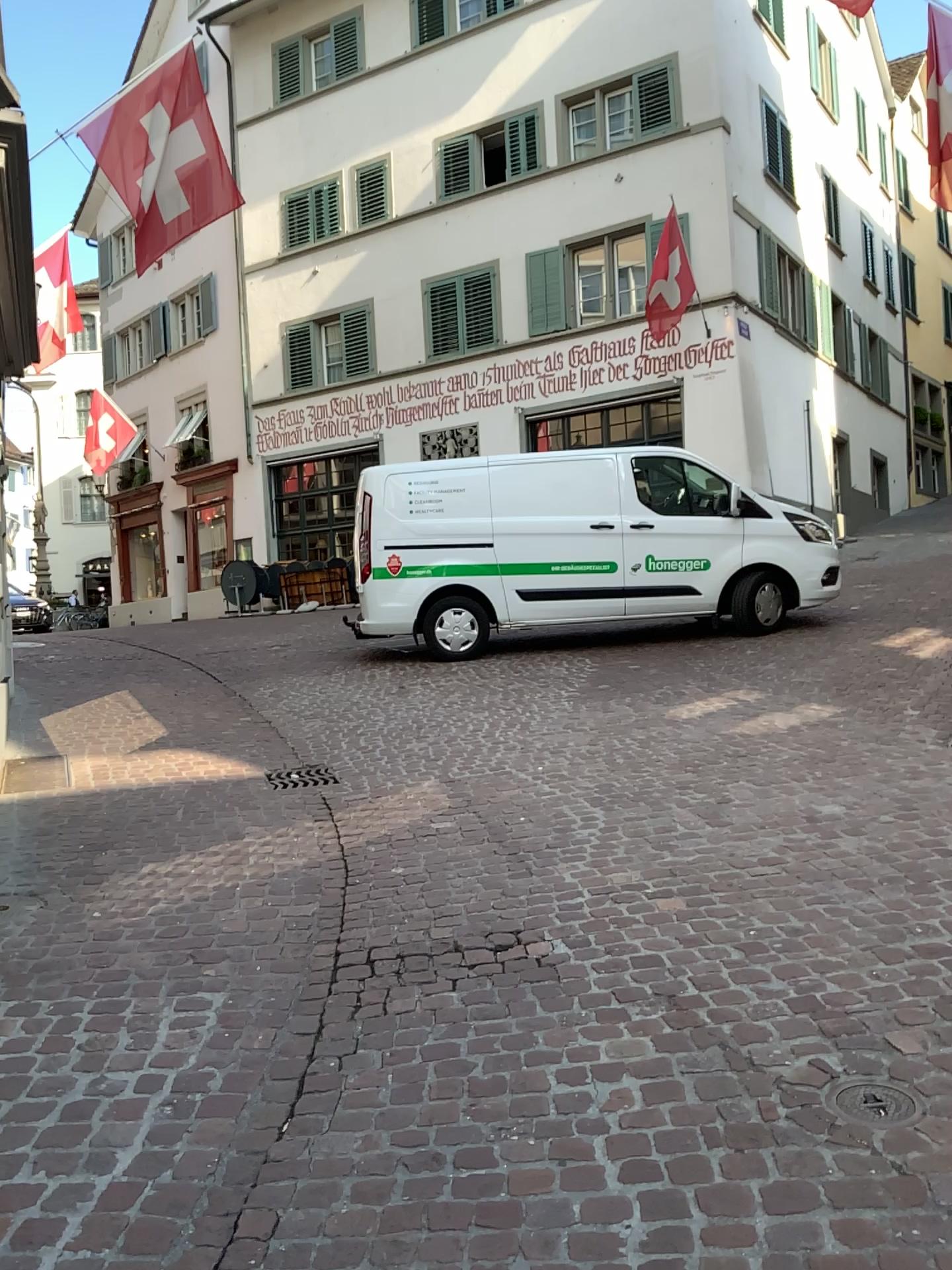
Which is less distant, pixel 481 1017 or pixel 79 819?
pixel 481 1017
